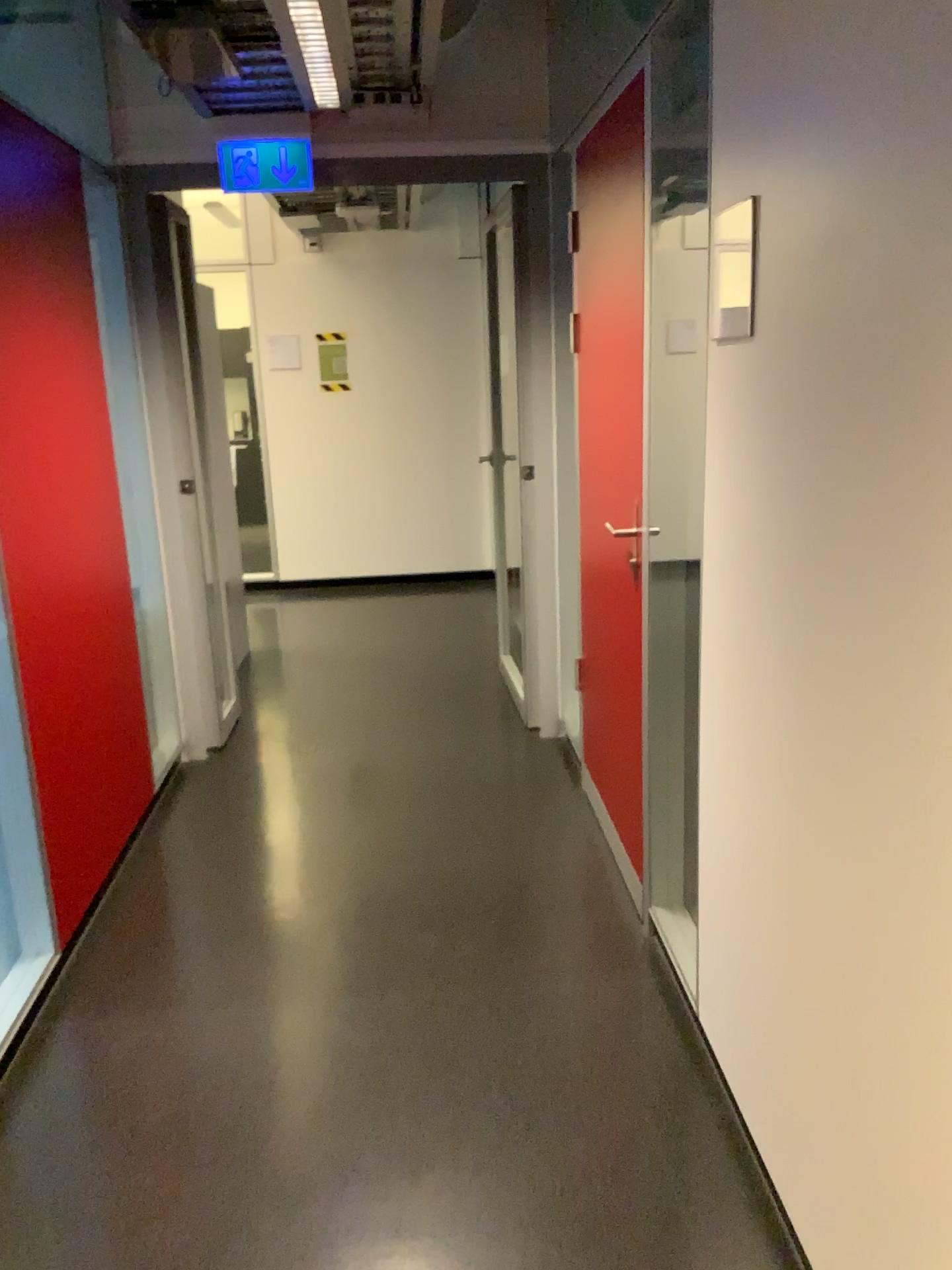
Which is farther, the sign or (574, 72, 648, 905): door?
the sign

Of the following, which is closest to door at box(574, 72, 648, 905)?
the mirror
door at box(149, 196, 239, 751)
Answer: the mirror

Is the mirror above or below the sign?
below

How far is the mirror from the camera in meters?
1.7 m

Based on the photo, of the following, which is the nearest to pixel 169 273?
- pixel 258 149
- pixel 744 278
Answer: pixel 258 149

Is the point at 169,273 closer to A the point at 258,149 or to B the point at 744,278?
A the point at 258,149

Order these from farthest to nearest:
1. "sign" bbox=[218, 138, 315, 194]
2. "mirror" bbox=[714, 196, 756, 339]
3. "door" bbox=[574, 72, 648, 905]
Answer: "sign" bbox=[218, 138, 315, 194]
"door" bbox=[574, 72, 648, 905]
"mirror" bbox=[714, 196, 756, 339]

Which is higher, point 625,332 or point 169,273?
point 169,273

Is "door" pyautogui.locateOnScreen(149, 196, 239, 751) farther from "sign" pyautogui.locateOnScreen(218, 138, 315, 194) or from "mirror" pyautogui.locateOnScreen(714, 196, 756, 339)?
"mirror" pyautogui.locateOnScreen(714, 196, 756, 339)

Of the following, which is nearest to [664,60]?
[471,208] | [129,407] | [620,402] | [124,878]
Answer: [620,402]
